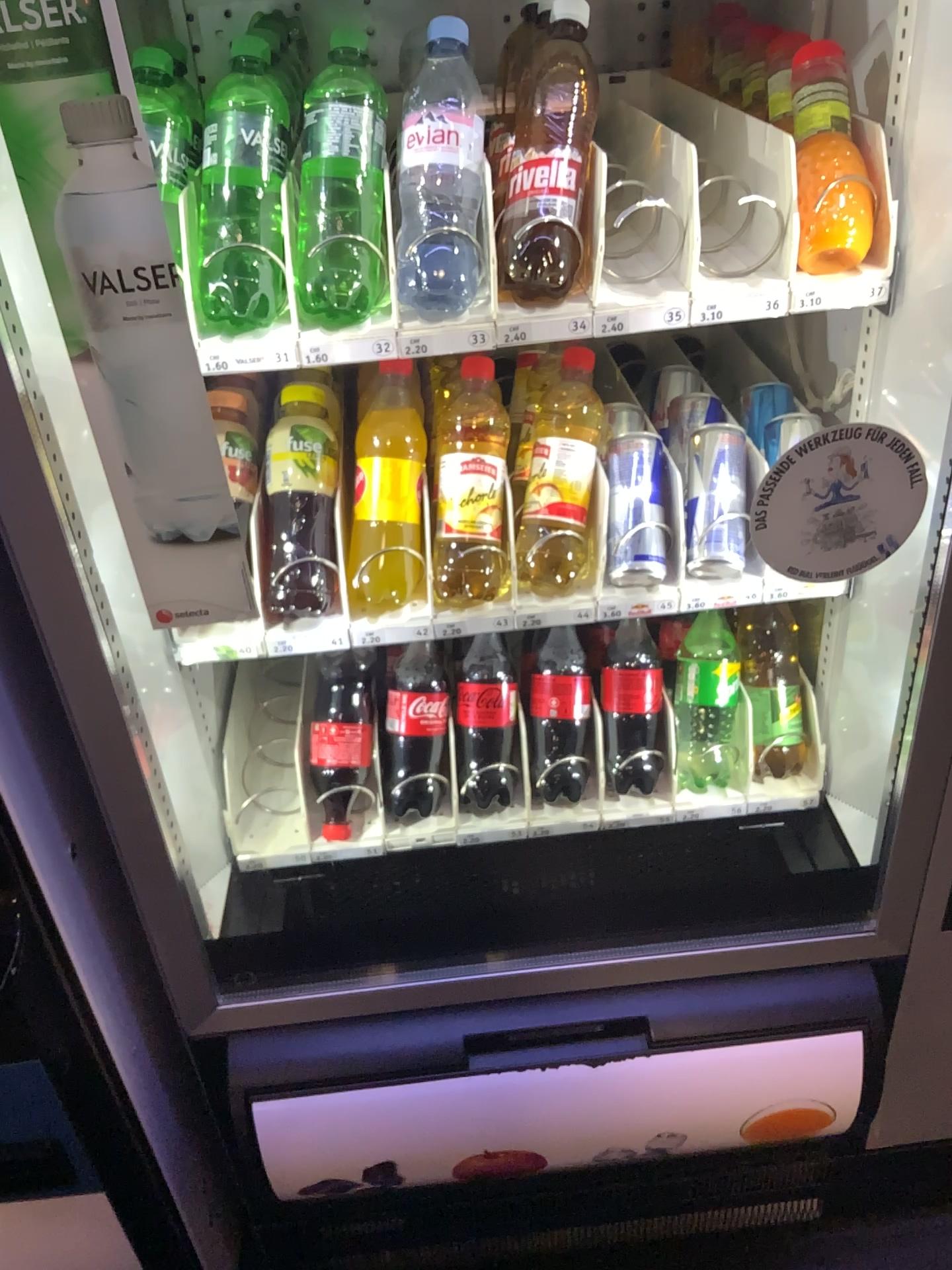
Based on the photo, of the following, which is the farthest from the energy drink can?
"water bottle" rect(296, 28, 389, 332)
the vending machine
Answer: "water bottle" rect(296, 28, 389, 332)

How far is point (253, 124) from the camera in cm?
84

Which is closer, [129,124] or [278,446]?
[129,124]

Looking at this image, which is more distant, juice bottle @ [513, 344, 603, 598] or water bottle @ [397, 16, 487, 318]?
juice bottle @ [513, 344, 603, 598]

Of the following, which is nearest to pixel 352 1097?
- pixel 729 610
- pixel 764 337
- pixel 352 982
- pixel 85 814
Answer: pixel 352 982

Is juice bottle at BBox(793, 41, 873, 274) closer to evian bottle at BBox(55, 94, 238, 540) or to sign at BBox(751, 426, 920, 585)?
sign at BBox(751, 426, 920, 585)

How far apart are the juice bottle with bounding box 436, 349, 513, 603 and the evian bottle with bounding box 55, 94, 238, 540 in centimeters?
26cm

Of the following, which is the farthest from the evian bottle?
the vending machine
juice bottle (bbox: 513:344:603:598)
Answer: juice bottle (bbox: 513:344:603:598)

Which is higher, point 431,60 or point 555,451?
point 431,60

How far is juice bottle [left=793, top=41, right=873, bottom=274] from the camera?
0.83m
